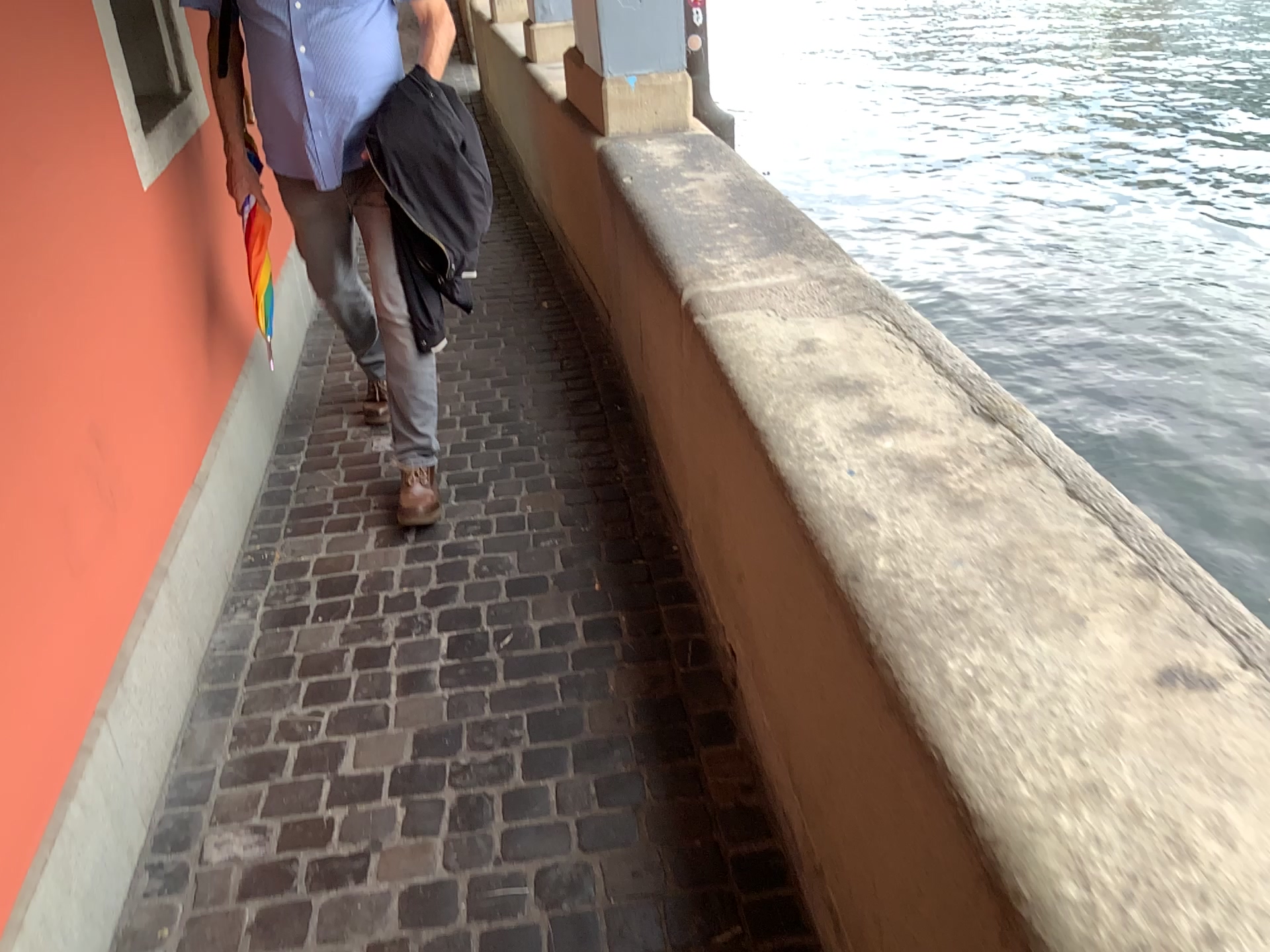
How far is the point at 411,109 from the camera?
2.5 meters

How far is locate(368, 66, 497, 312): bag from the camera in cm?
250

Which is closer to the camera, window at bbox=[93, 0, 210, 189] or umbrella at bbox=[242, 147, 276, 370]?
window at bbox=[93, 0, 210, 189]

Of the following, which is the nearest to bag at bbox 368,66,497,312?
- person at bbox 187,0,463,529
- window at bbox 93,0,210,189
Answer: person at bbox 187,0,463,529

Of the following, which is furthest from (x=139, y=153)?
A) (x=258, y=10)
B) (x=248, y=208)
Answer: (x=248, y=208)

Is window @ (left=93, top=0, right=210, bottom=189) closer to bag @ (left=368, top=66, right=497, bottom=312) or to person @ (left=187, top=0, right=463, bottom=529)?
person @ (left=187, top=0, right=463, bottom=529)

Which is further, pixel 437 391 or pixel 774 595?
pixel 437 391

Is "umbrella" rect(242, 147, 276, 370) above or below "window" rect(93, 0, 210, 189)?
below

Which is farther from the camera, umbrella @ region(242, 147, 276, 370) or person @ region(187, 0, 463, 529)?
umbrella @ region(242, 147, 276, 370)

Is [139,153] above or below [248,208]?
above
